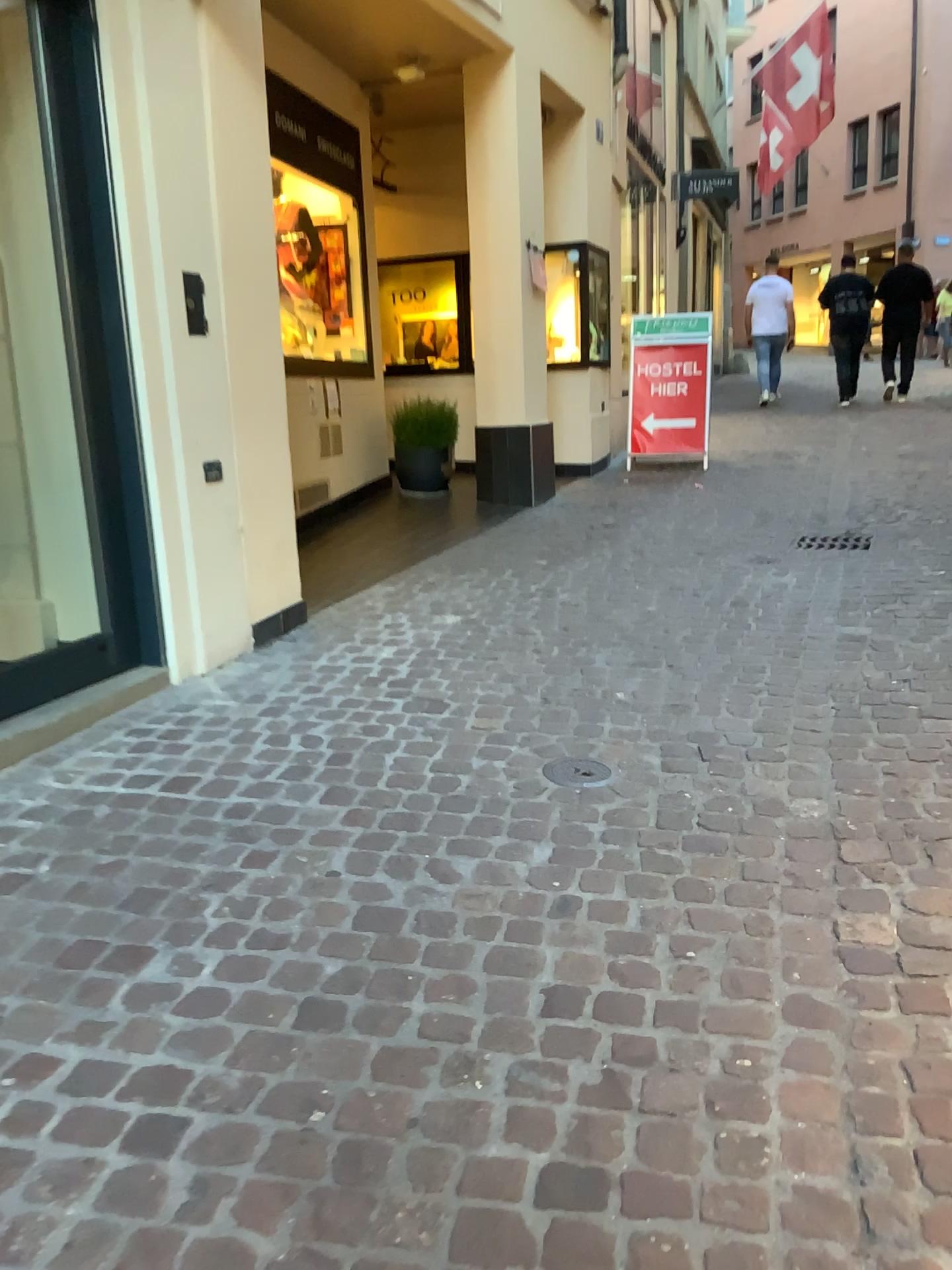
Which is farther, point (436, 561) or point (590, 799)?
point (436, 561)

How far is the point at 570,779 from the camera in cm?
287

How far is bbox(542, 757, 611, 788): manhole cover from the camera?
2.87m
